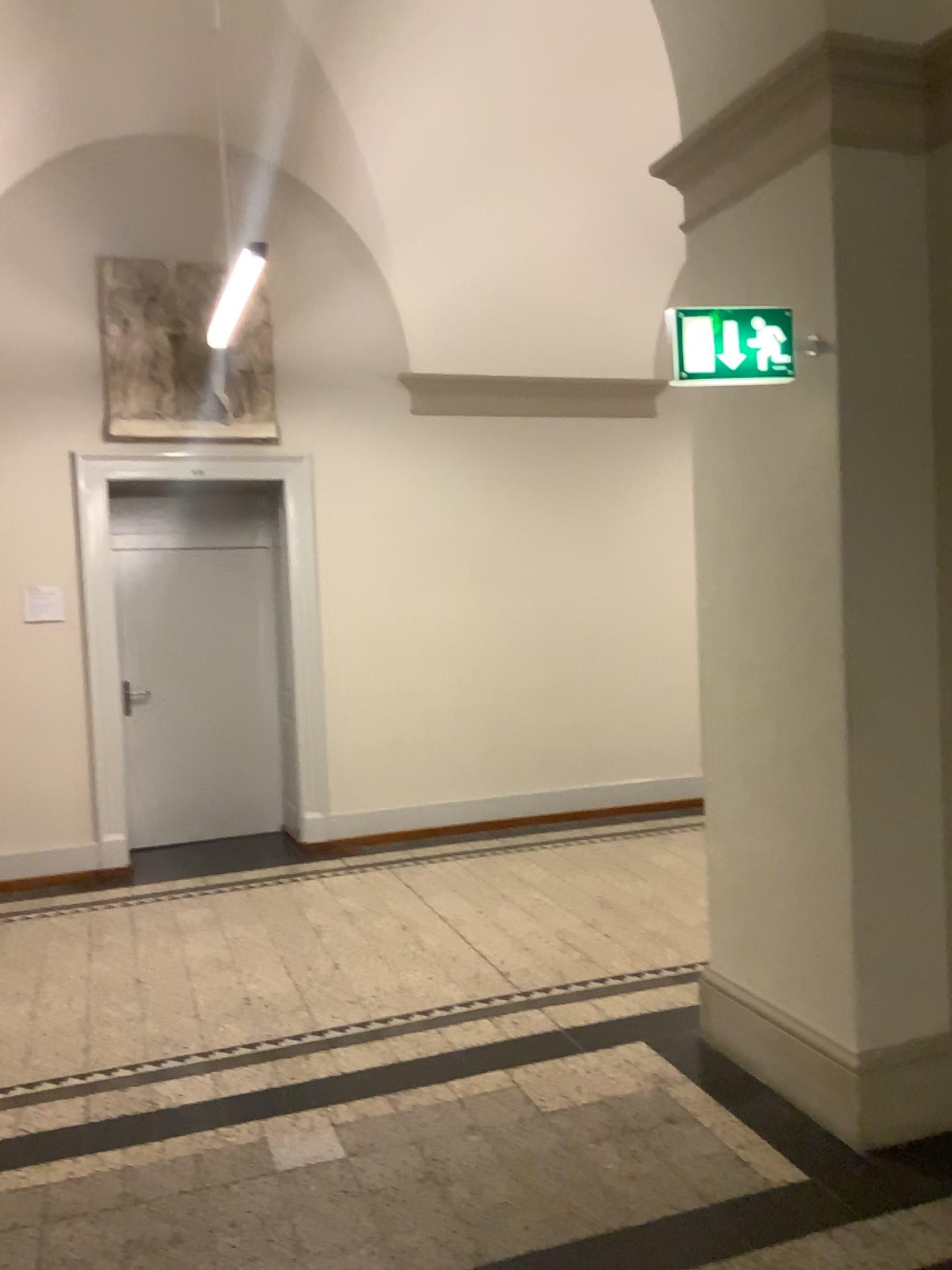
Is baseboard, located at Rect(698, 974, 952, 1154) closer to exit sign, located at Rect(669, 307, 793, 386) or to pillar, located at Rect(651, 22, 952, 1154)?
pillar, located at Rect(651, 22, 952, 1154)

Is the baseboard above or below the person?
below

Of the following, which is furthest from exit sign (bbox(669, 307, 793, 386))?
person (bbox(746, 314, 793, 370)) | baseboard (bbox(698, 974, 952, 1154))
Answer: baseboard (bbox(698, 974, 952, 1154))

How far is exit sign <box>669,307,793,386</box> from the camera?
2.89m

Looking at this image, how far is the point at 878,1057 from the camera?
2.9m

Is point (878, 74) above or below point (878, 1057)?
above

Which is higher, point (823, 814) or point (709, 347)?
point (709, 347)

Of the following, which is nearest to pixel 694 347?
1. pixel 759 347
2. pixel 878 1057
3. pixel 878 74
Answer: pixel 759 347

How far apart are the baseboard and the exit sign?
1.91m

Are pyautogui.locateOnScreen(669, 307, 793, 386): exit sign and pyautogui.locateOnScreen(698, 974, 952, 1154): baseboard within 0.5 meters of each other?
no
